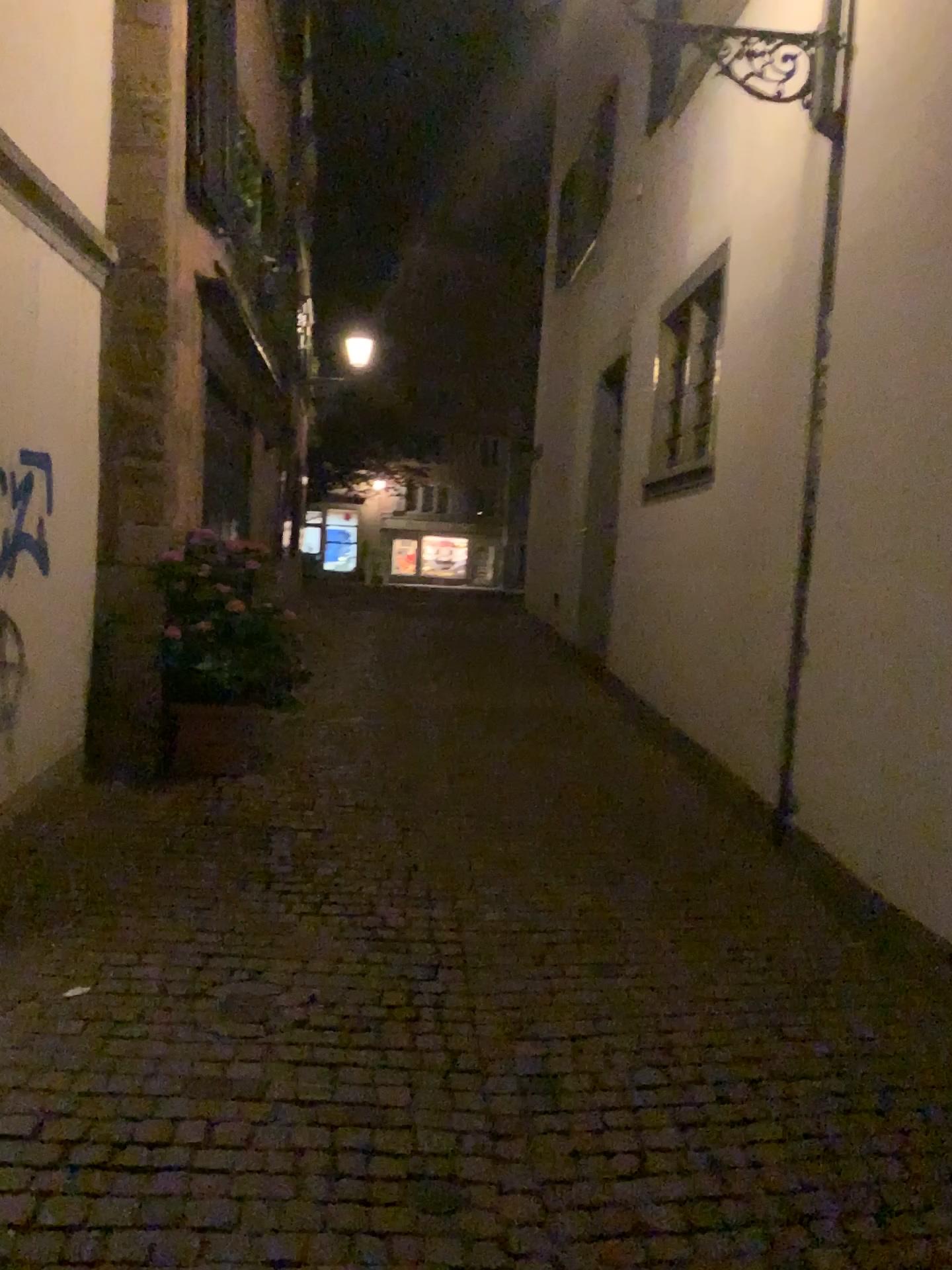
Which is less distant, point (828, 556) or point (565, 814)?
point (828, 556)
